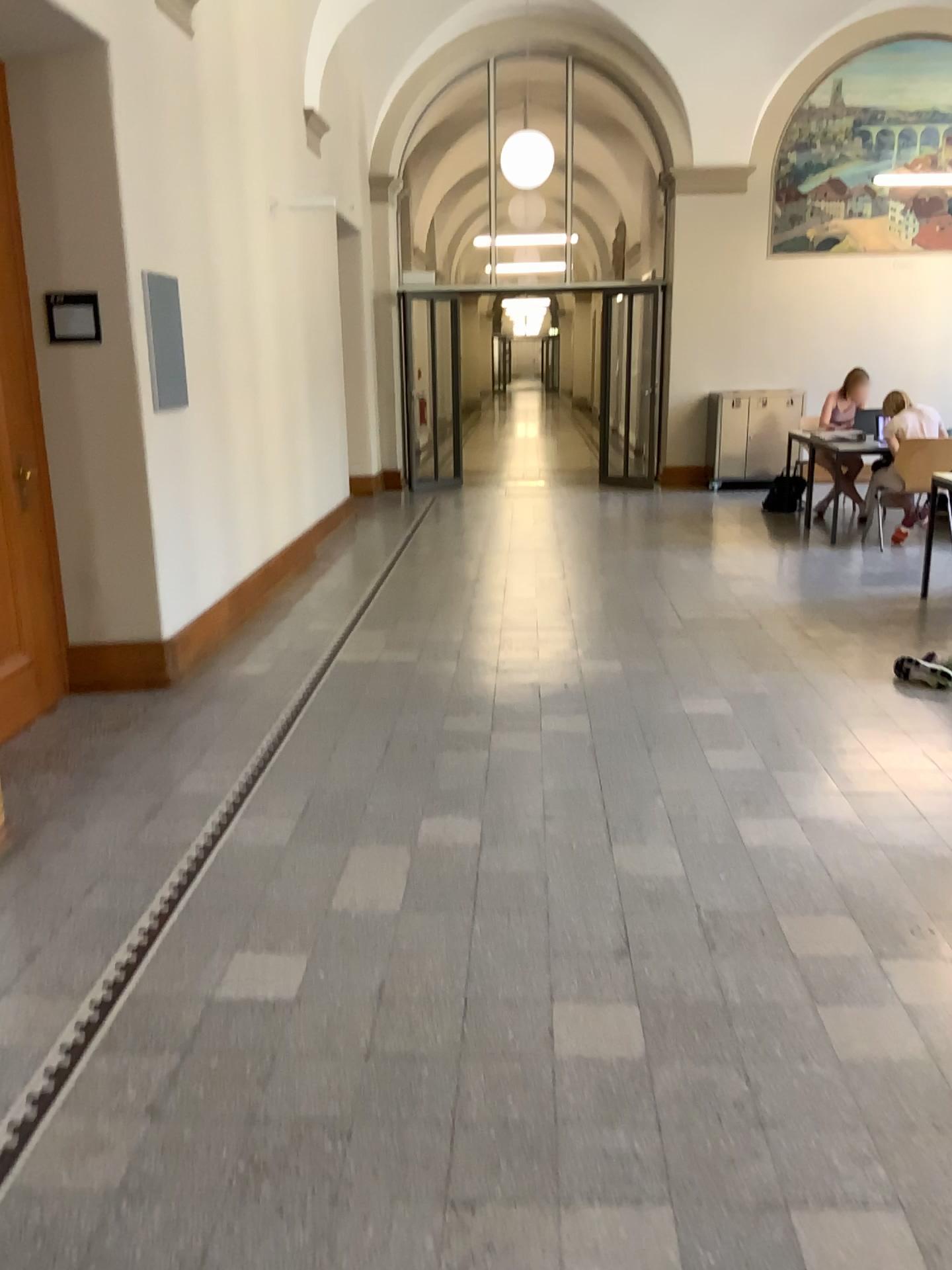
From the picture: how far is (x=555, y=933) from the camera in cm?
275

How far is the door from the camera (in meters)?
4.27

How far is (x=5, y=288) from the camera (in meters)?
4.27
